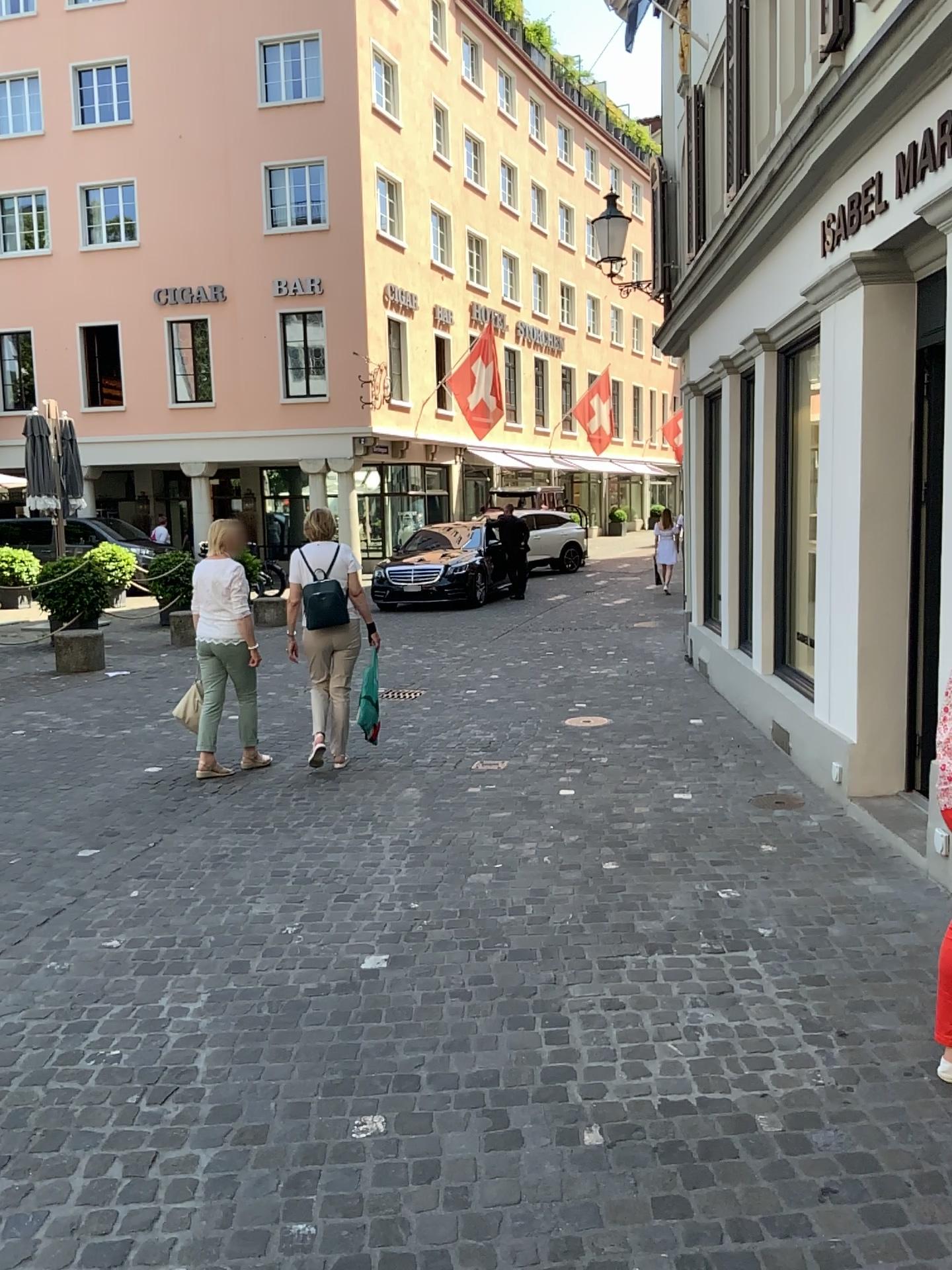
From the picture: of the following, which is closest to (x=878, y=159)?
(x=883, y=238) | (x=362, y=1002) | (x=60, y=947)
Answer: (x=883, y=238)
